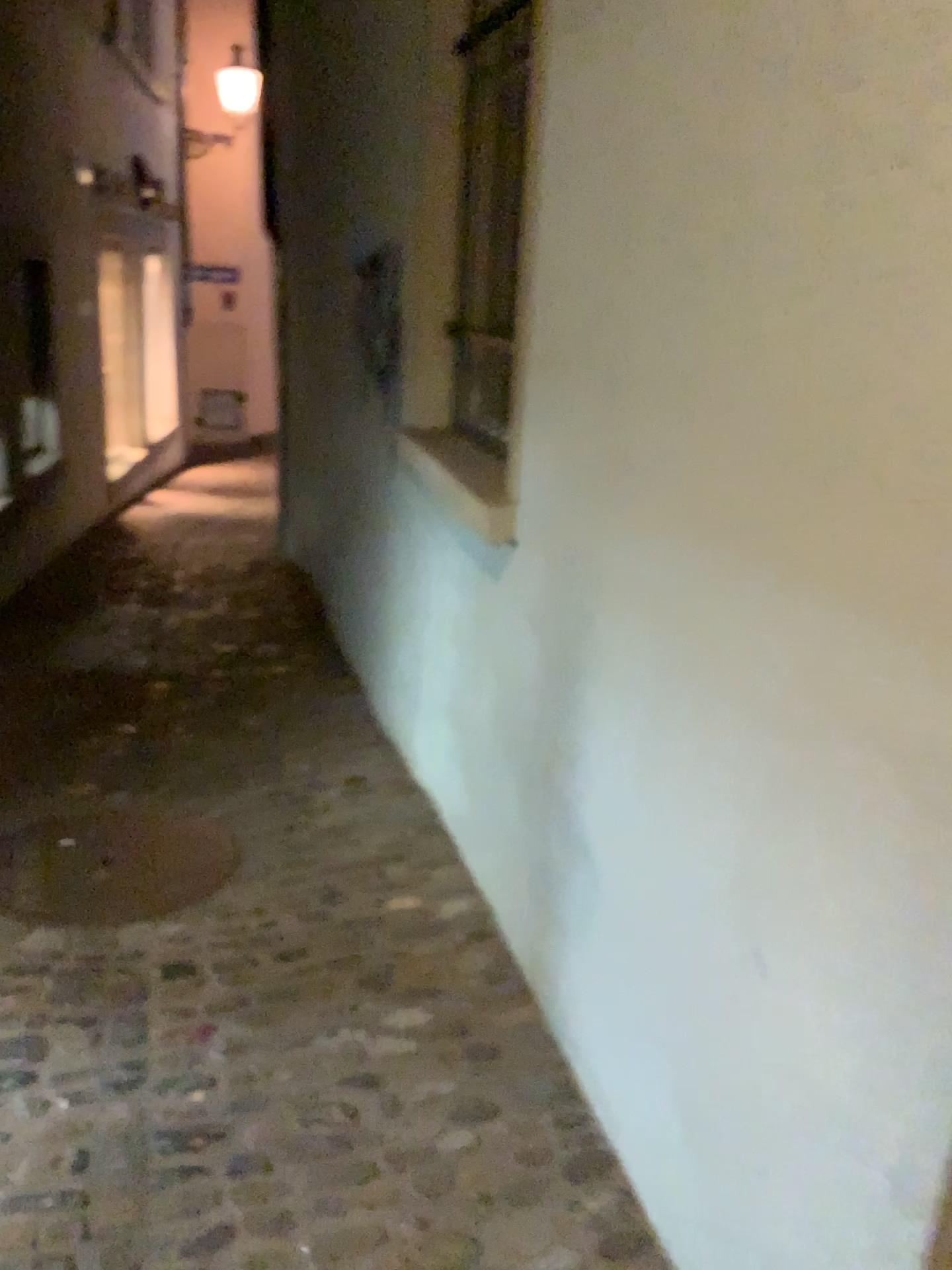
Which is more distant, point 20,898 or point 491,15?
point 491,15

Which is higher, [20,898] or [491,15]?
[491,15]

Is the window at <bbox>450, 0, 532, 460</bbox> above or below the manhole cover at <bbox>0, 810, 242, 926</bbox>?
above

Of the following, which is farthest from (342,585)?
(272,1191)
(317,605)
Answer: (272,1191)

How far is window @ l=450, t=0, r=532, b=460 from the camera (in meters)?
3.10

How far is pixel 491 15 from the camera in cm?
310

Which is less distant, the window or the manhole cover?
Result: the manhole cover
